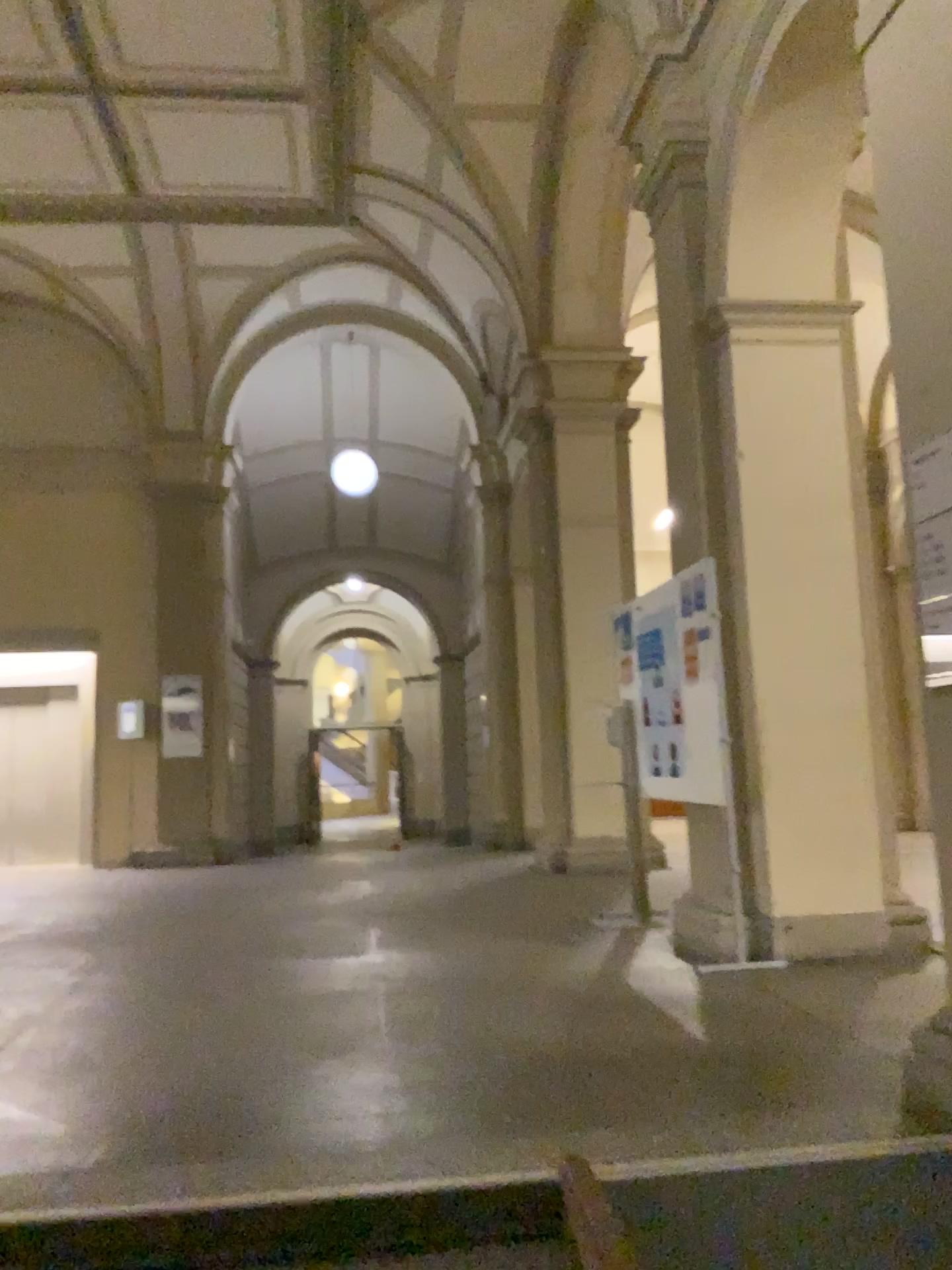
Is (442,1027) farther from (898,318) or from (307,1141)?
(898,318)
